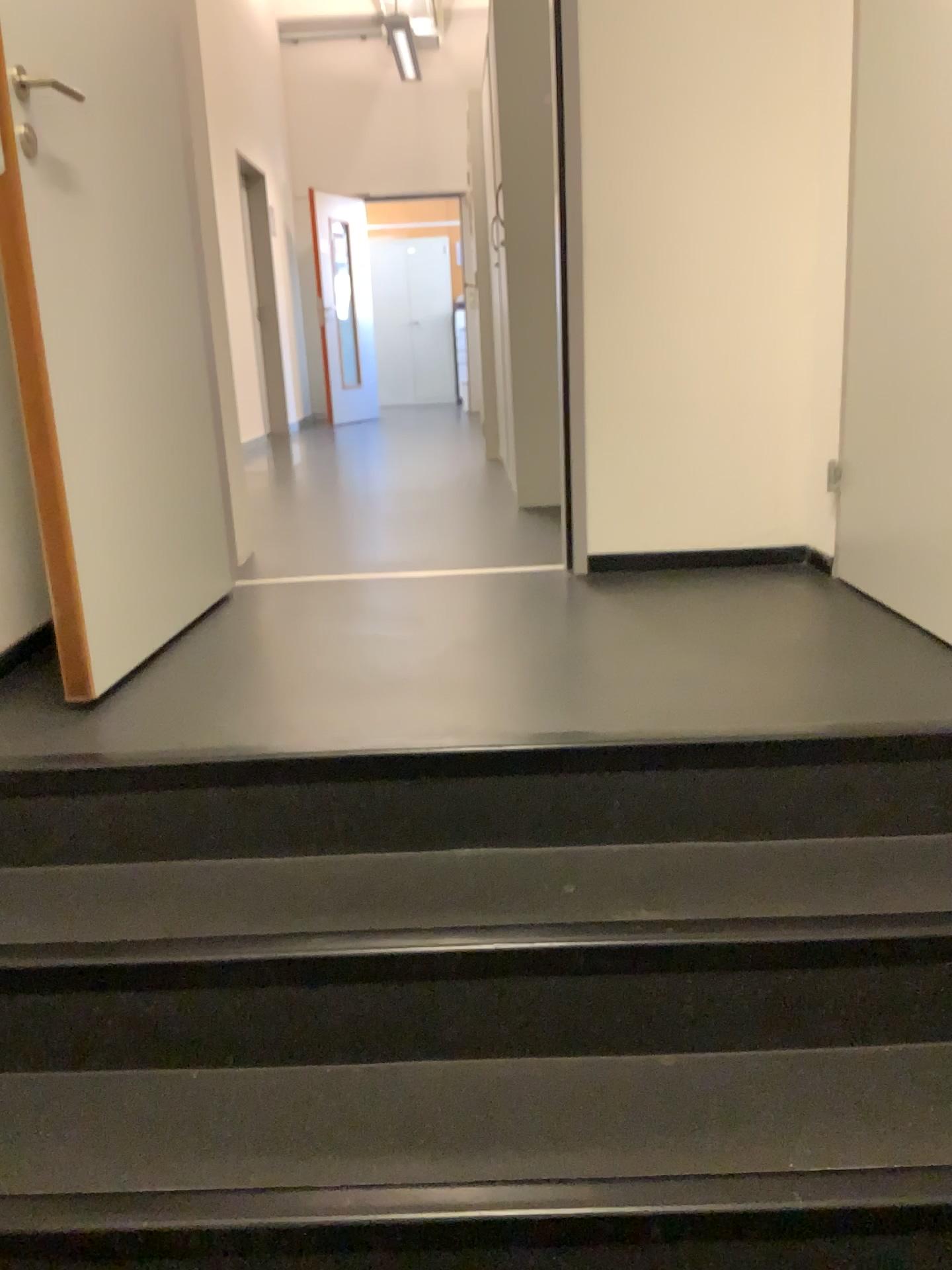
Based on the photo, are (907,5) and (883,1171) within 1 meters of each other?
no

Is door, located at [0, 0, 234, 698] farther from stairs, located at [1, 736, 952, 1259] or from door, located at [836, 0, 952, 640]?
door, located at [836, 0, 952, 640]

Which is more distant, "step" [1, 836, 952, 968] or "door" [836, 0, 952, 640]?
"door" [836, 0, 952, 640]

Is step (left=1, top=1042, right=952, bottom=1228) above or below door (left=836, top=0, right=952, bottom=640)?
below

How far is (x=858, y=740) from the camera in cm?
159

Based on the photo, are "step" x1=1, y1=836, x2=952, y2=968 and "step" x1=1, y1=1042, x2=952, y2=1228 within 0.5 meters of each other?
yes

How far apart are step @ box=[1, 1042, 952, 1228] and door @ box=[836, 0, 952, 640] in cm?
88

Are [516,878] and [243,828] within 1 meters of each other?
yes

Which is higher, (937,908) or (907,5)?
(907,5)

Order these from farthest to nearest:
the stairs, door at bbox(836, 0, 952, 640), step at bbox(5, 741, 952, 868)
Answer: door at bbox(836, 0, 952, 640) < step at bbox(5, 741, 952, 868) < the stairs
